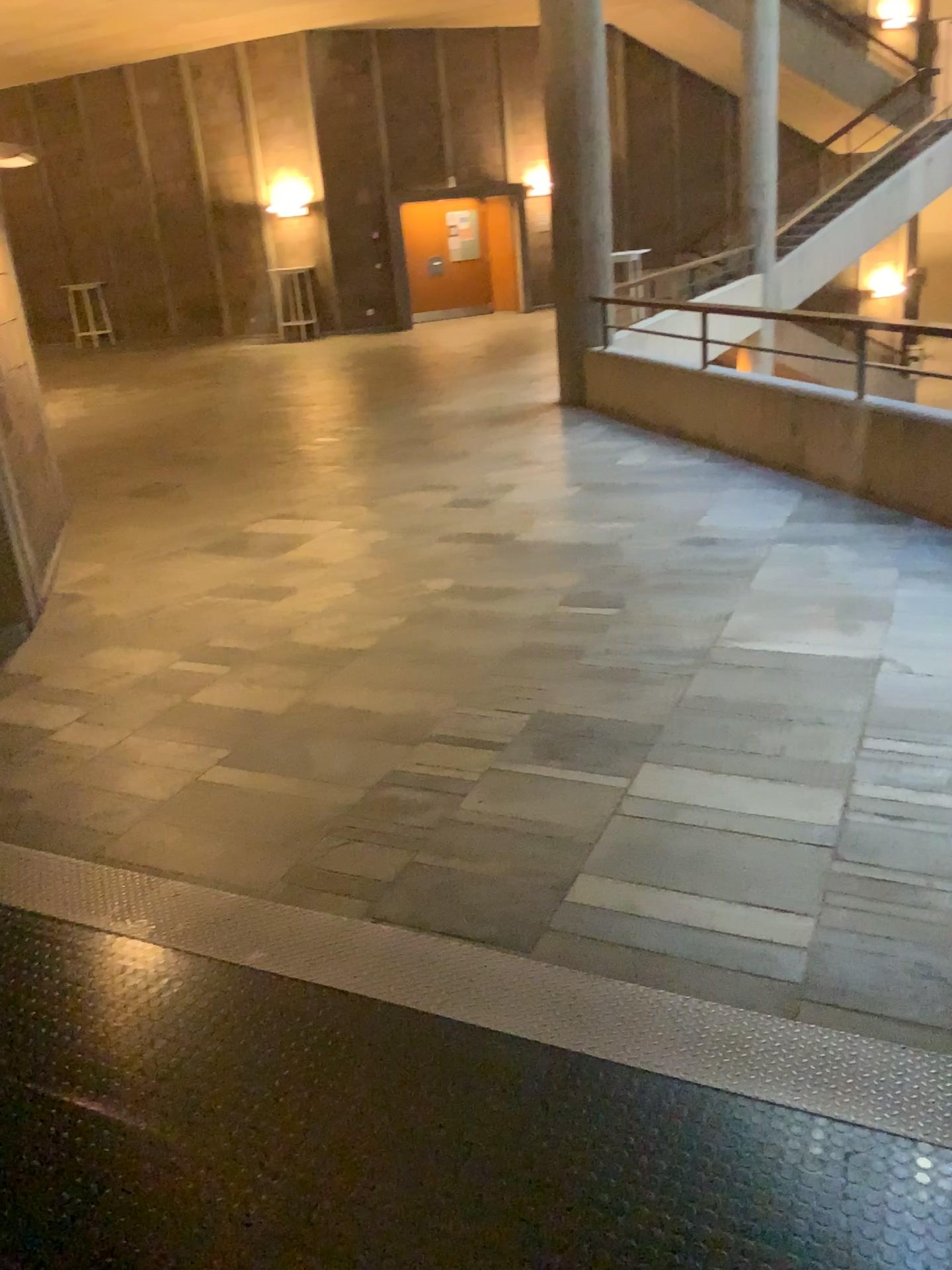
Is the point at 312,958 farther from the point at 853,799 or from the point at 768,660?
the point at 768,660
